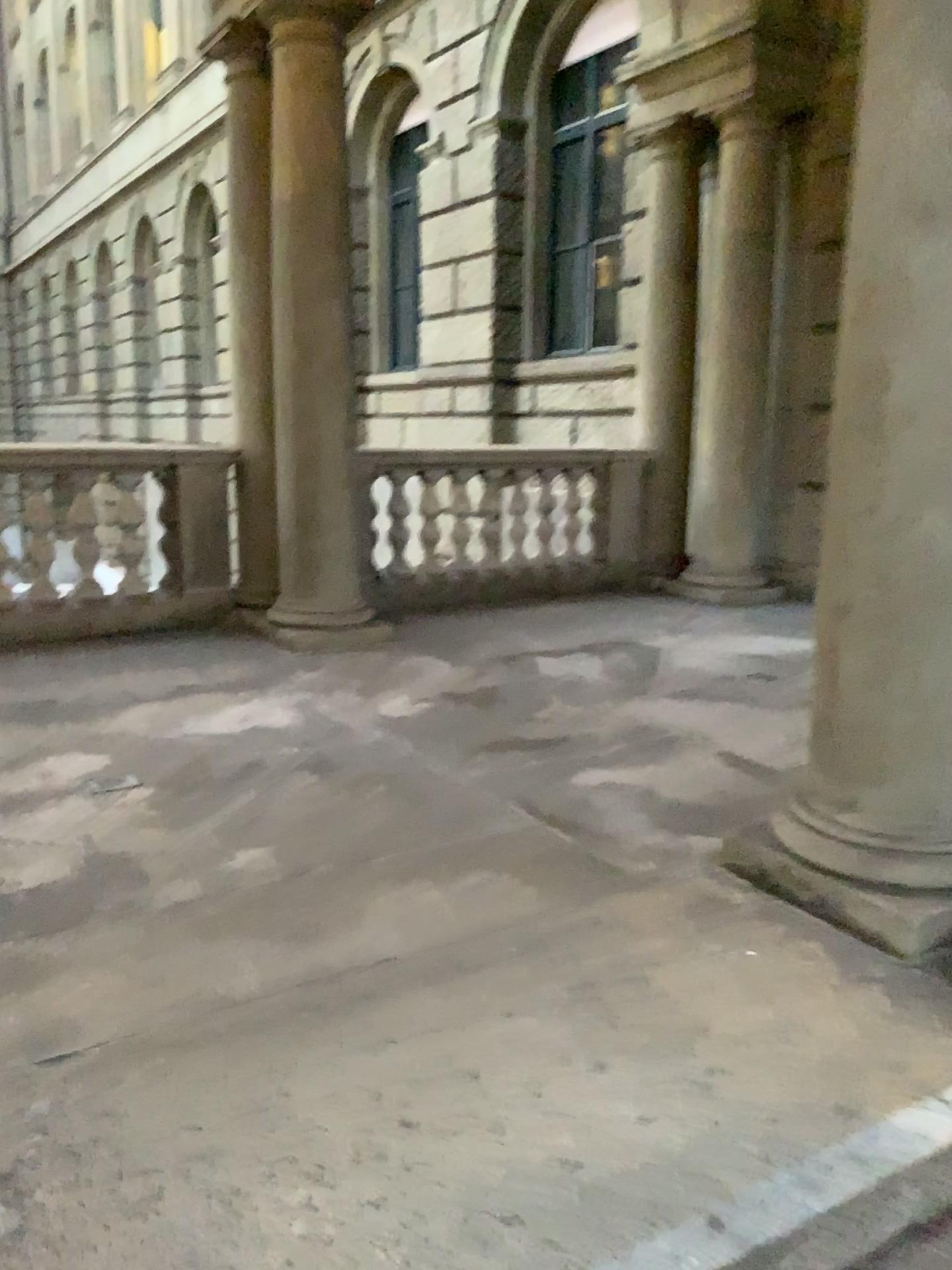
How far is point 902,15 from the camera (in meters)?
2.20

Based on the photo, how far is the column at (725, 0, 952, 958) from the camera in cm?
220

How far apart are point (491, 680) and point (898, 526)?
2.4 meters
